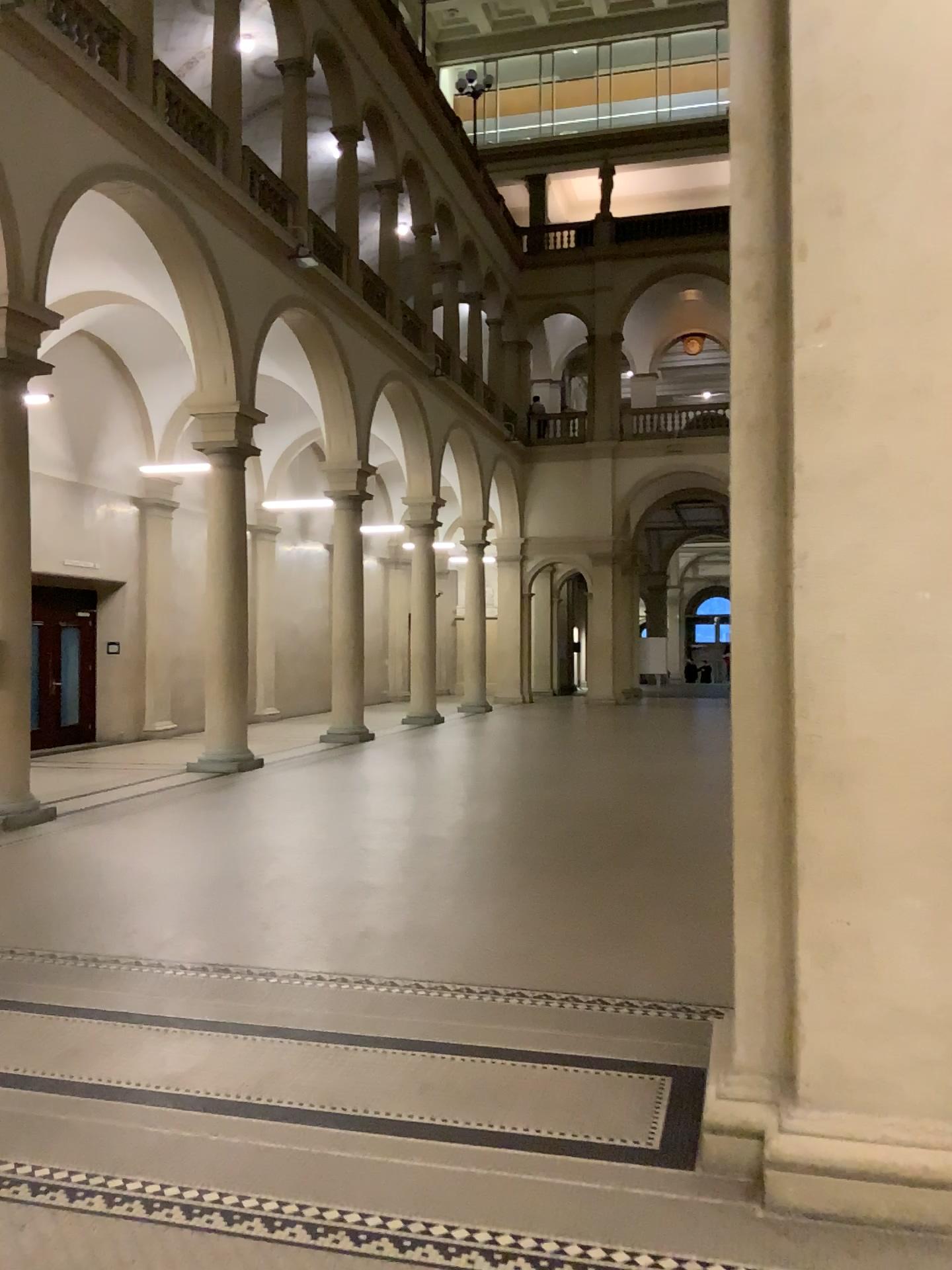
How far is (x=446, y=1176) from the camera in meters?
3.2 m
